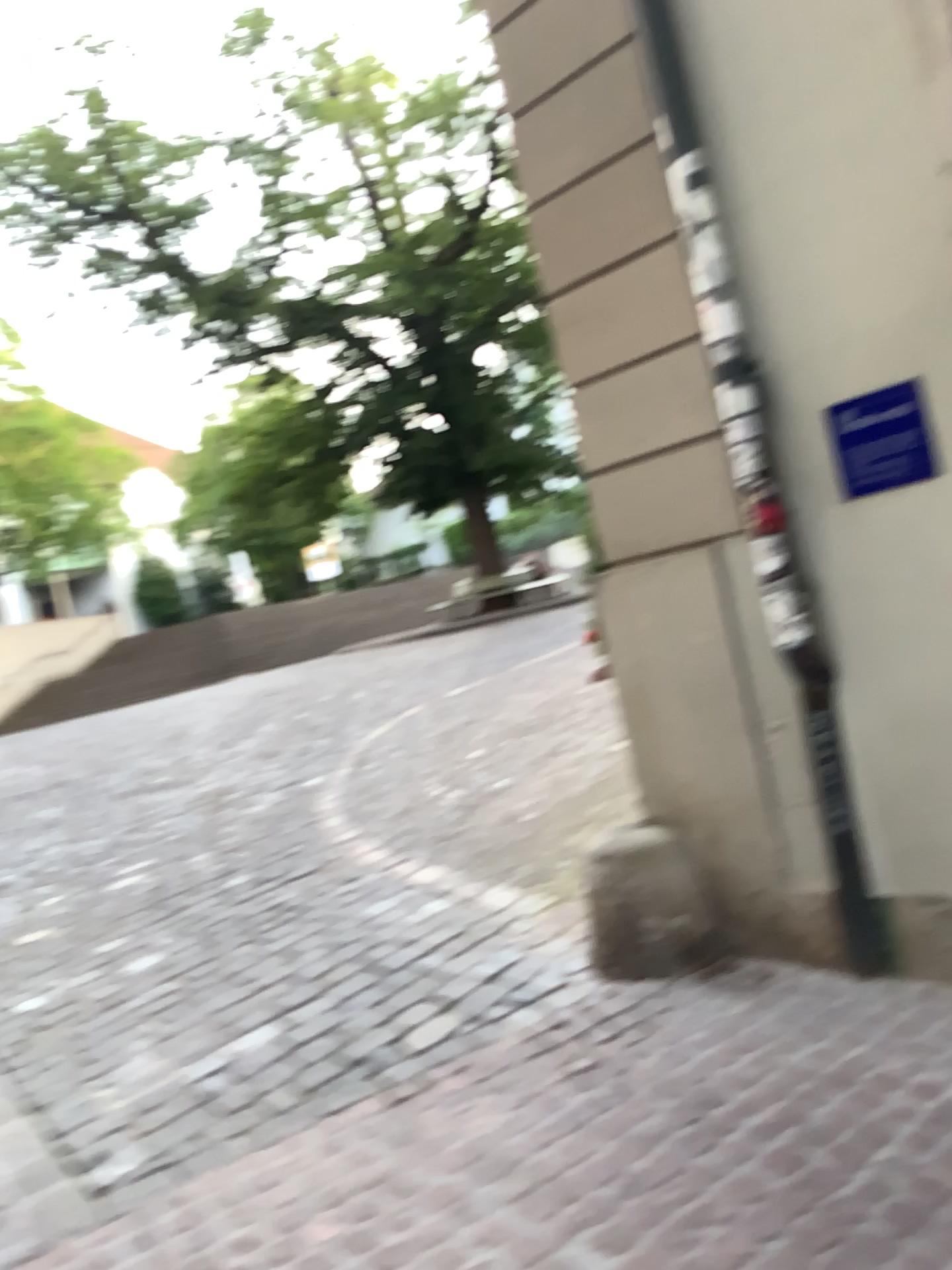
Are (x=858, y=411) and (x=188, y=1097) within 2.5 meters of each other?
no

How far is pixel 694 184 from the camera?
3.2m

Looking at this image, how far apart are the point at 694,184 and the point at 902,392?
0.91m

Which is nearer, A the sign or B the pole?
A the sign

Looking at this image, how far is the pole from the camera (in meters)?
3.16

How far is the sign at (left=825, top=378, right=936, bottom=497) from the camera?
2.9 meters

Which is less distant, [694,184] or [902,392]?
[902,392]
